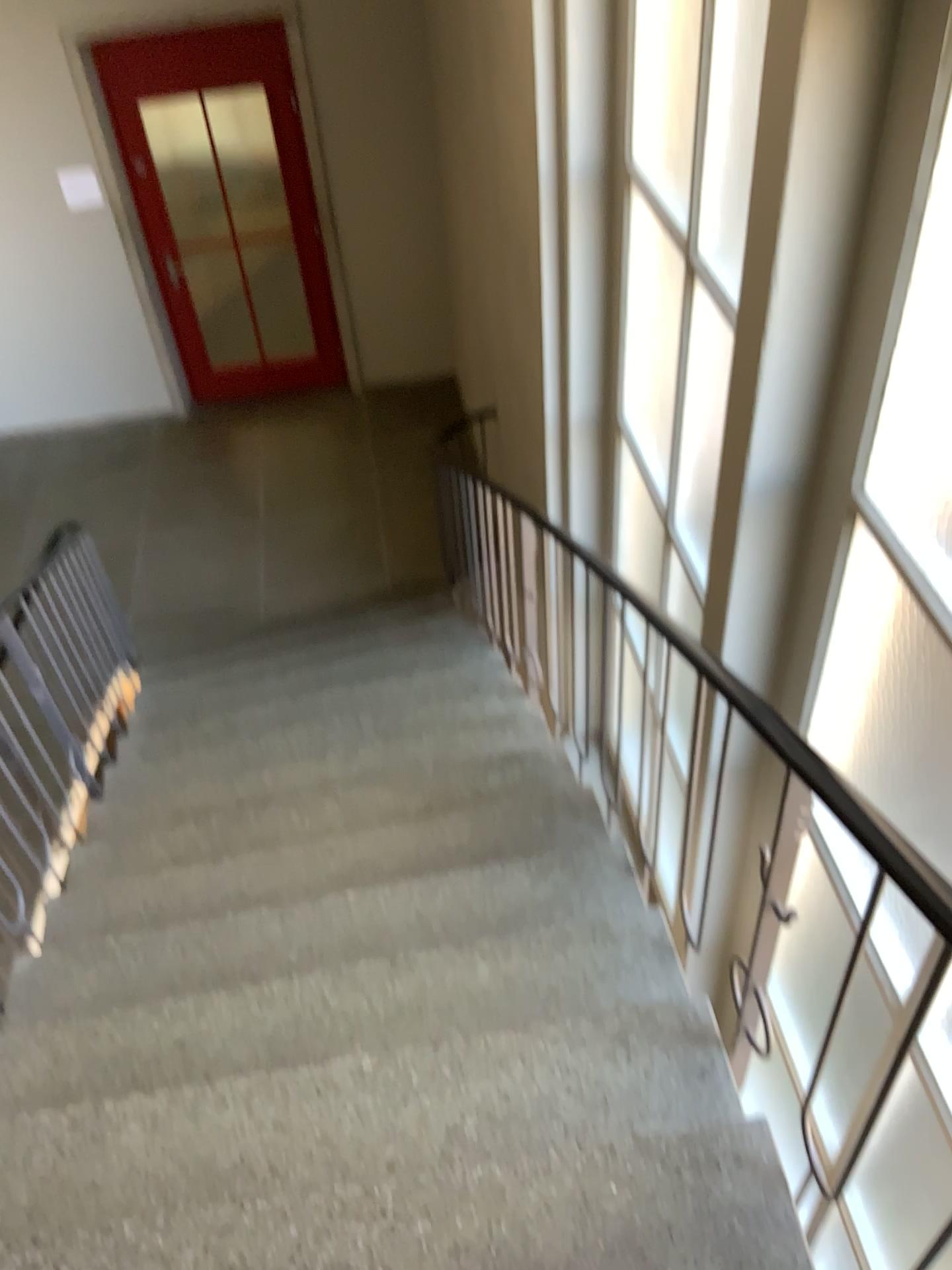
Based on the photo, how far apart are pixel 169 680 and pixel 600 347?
2.6 meters

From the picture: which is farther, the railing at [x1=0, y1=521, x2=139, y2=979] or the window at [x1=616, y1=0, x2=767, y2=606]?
the railing at [x1=0, y1=521, x2=139, y2=979]

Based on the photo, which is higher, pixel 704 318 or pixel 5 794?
pixel 704 318

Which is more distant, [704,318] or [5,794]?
[5,794]
